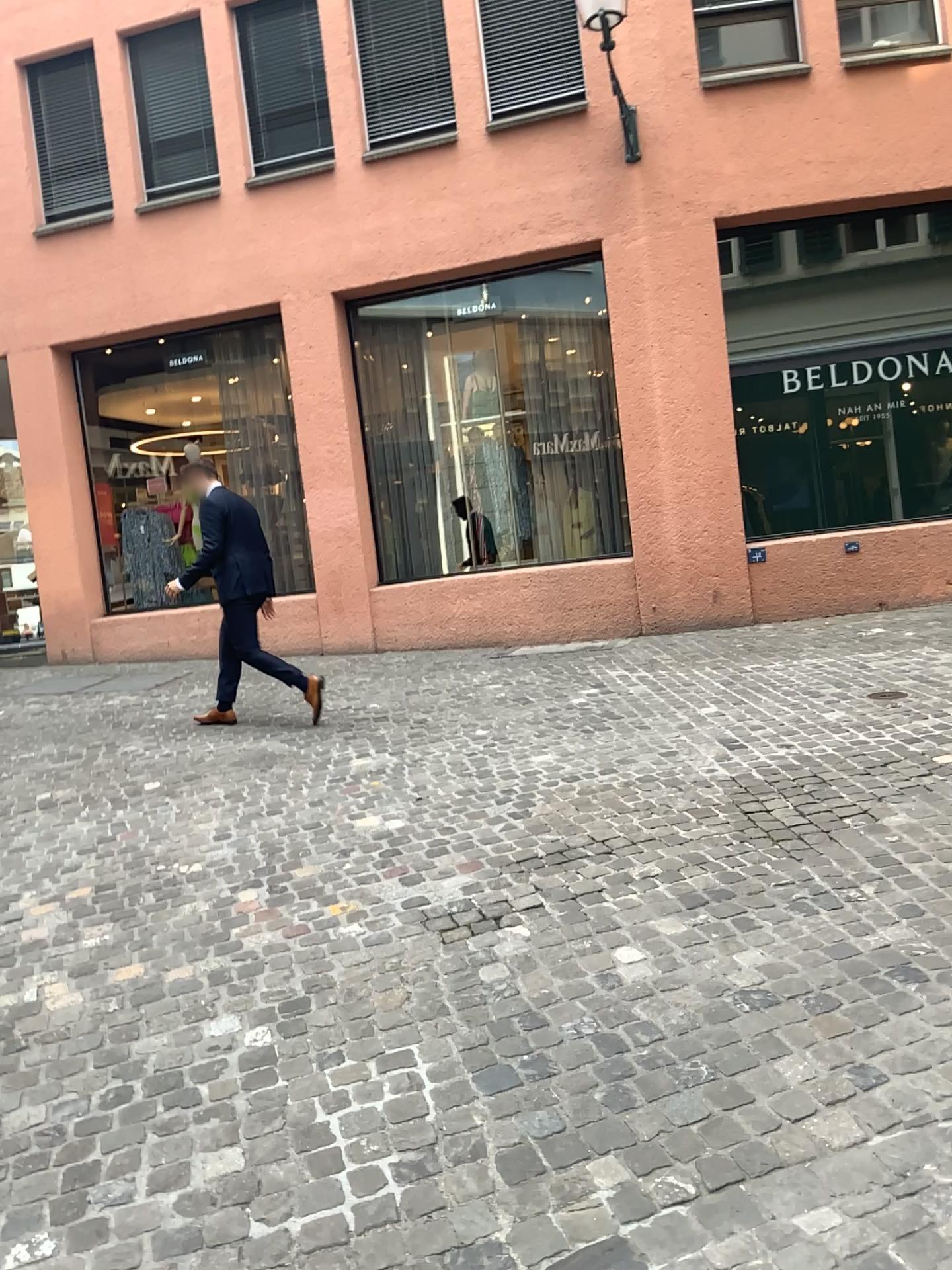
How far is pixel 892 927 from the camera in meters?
3.0 m
